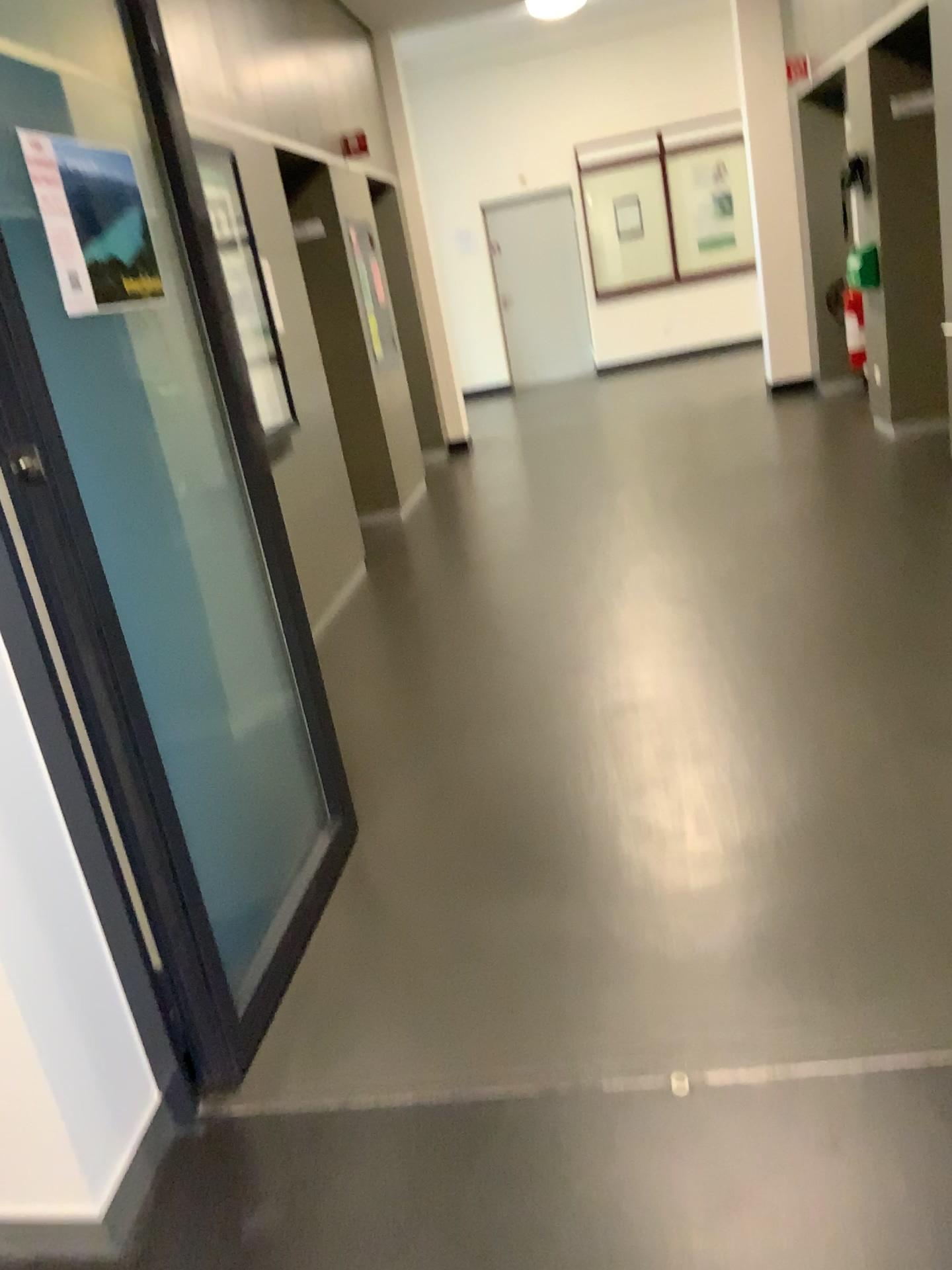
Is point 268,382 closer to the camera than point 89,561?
No

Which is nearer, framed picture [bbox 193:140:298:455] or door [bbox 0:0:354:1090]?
door [bbox 0:0:354:1090]

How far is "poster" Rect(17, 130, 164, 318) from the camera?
1.9 meters

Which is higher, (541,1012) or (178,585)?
(178,585)

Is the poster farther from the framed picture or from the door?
the framed picture

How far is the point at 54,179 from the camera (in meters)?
1.85

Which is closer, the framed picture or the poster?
the poster

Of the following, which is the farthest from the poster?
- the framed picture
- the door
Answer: the framed picture

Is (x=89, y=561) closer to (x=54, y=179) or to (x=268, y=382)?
(x=54, y=179)
